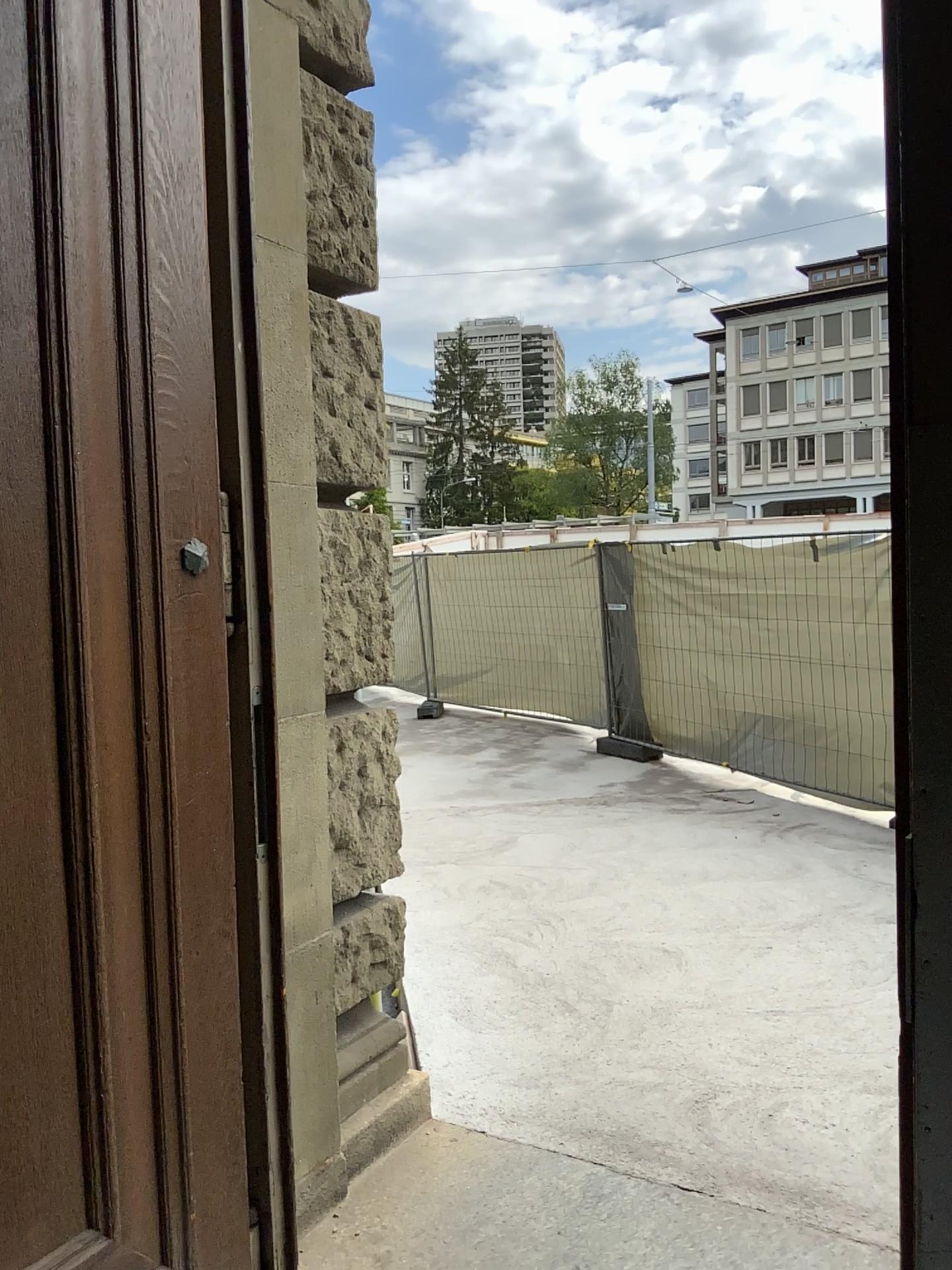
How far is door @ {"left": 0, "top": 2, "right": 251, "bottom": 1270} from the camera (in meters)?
1.49

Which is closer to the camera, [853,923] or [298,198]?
[298,198]

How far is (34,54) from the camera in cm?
149
